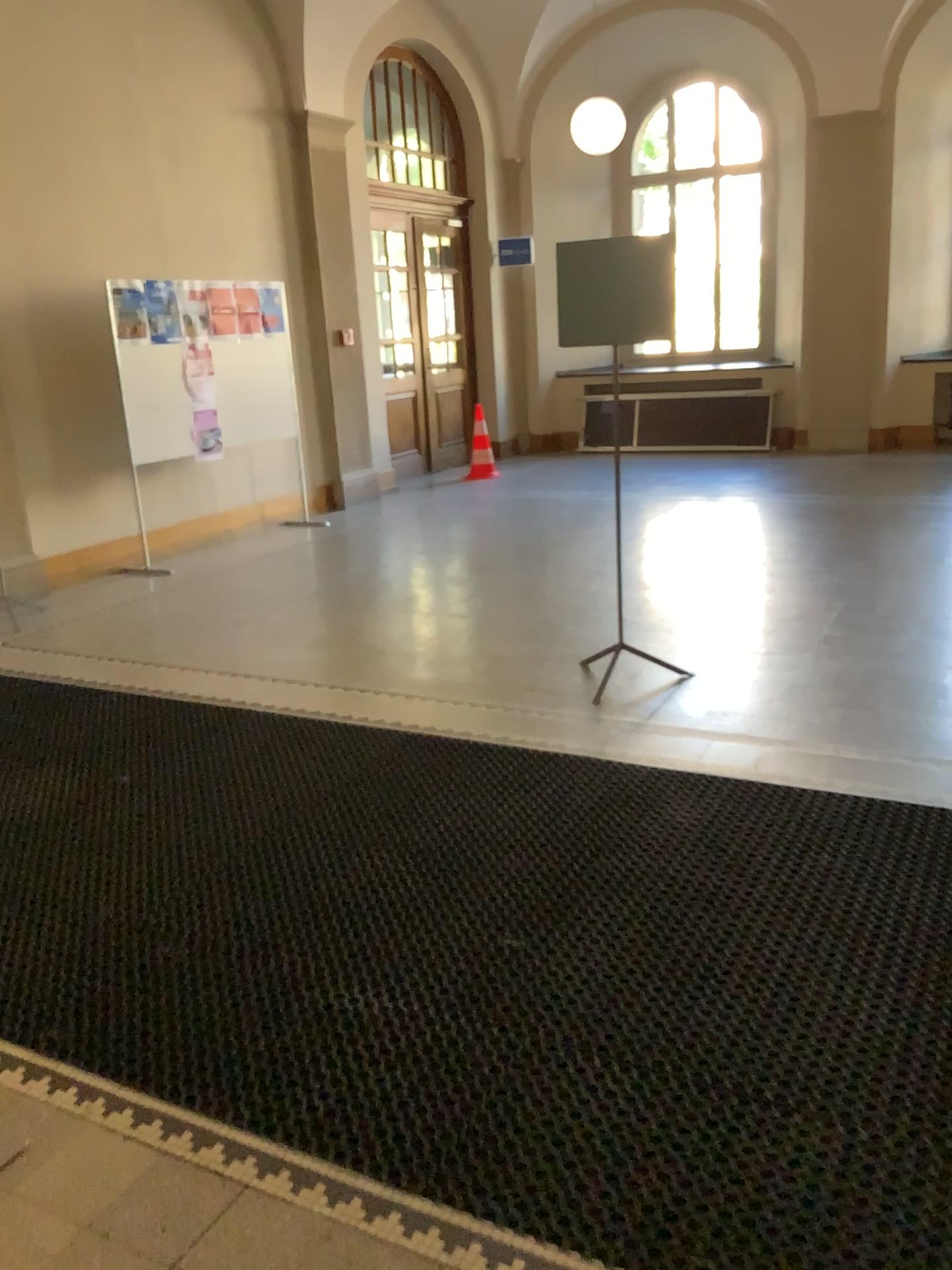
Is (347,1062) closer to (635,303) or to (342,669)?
(342,669)
